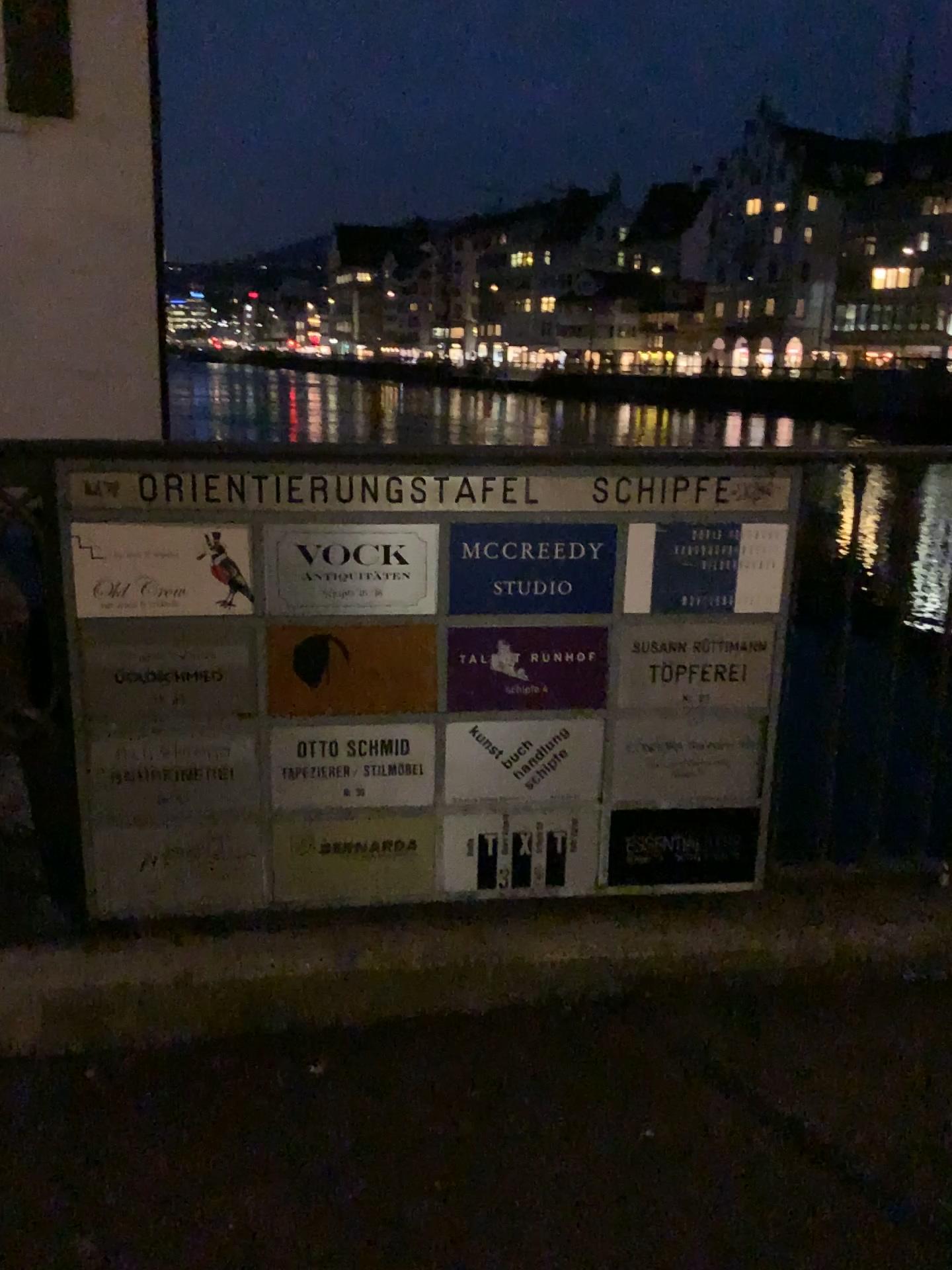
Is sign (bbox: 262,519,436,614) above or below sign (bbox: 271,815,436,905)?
above

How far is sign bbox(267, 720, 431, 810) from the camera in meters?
2.1

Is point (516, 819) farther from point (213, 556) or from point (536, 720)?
point (213, 556)

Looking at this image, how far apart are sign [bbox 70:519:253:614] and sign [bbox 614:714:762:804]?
0.8m

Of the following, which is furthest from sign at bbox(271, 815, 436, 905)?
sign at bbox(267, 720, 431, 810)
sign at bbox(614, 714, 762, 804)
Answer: sign at bbox(614, 714, 762, 804)

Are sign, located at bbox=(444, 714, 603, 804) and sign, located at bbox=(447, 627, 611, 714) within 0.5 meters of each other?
yes

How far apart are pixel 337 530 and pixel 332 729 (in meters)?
0.40

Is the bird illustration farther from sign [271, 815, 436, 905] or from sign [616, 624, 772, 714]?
sign [616, 624, 772, 714]

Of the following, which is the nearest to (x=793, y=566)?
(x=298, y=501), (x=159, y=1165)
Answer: (x=298, y=501)

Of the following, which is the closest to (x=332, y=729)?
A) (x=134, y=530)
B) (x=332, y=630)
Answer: (x=332, y=630)
